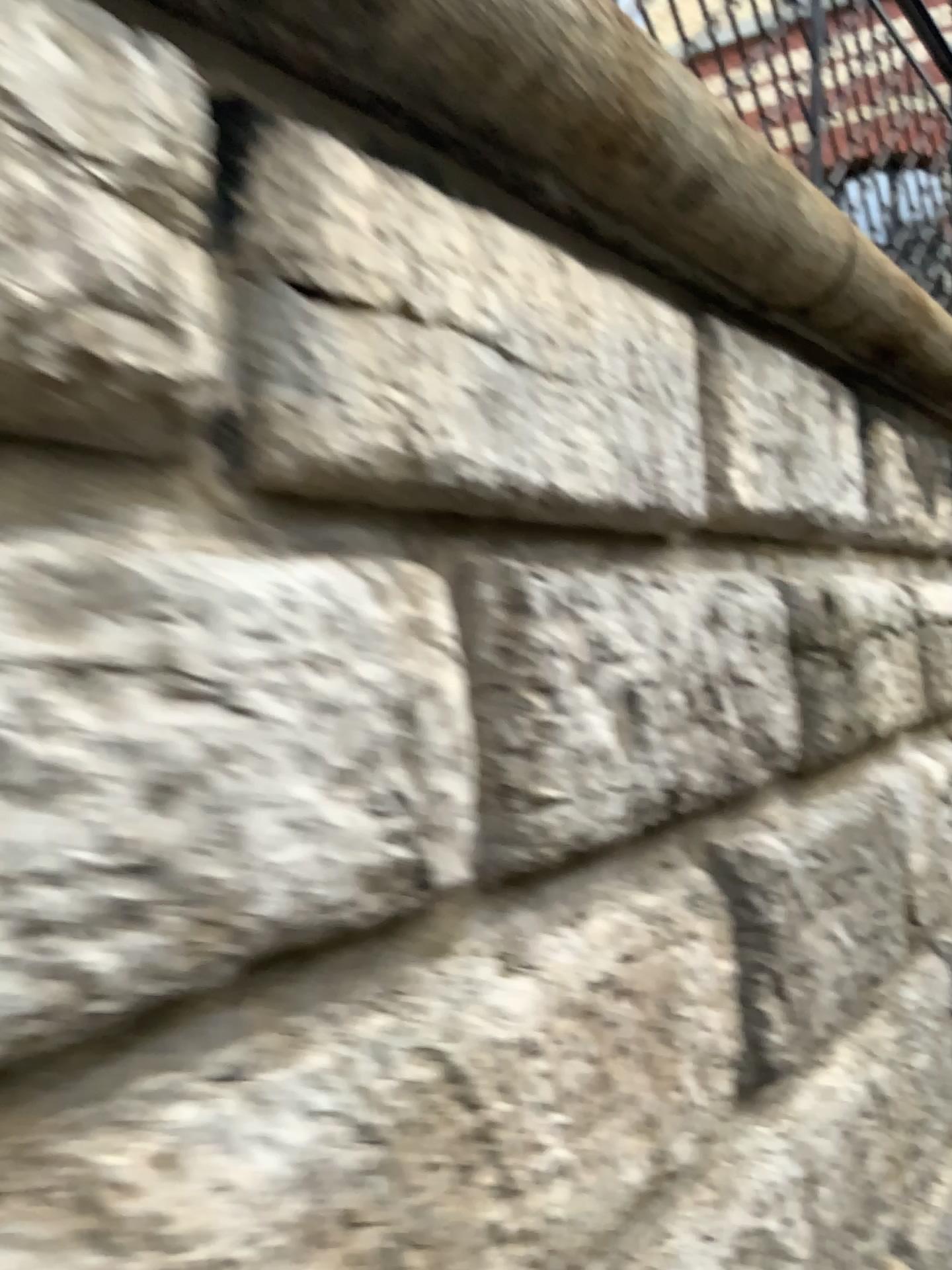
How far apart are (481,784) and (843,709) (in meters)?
1.20
